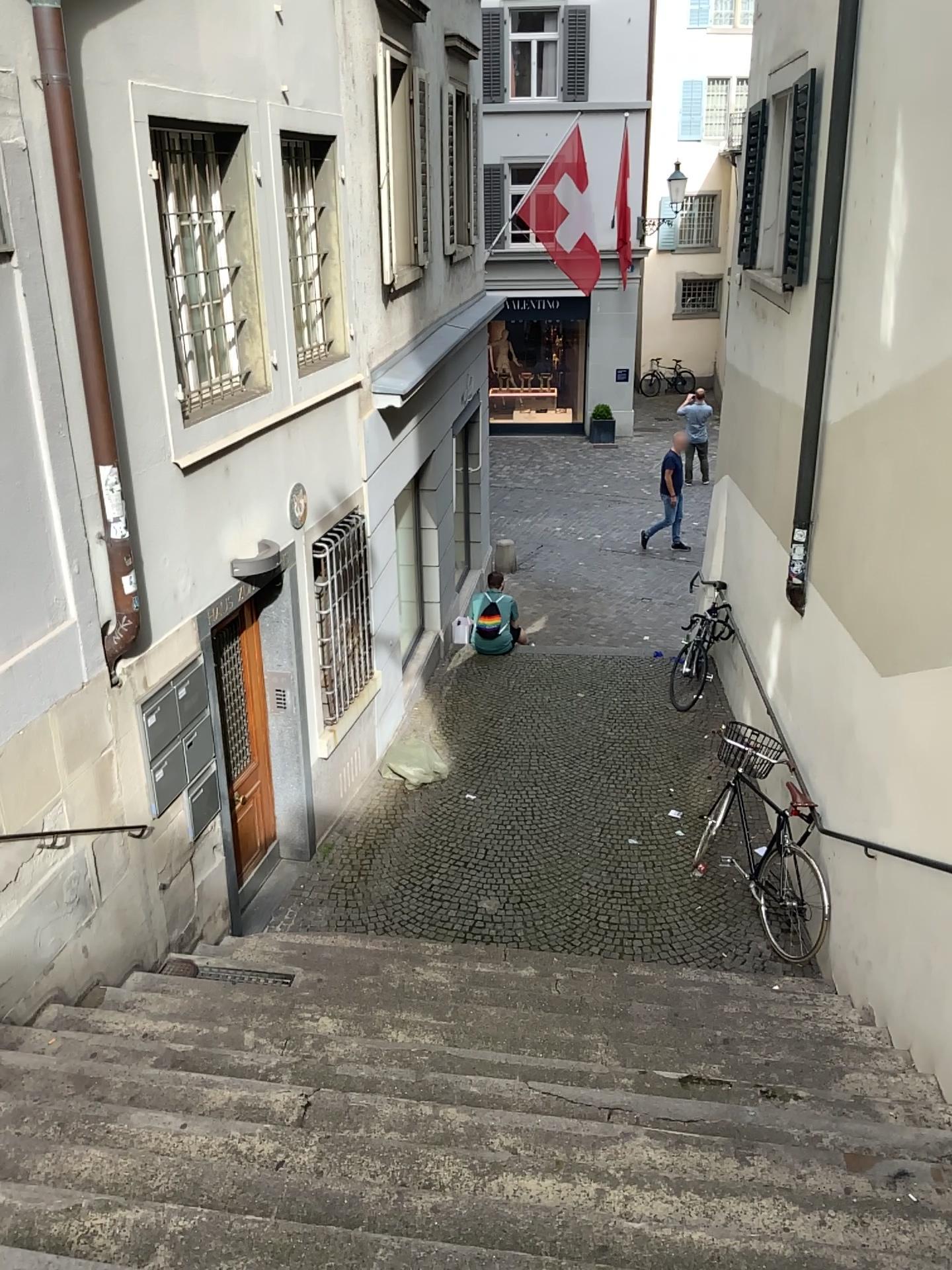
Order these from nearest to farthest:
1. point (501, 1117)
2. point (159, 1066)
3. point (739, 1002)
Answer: point (501, 1117)
point (159, 1066)
point (739, 1002)
